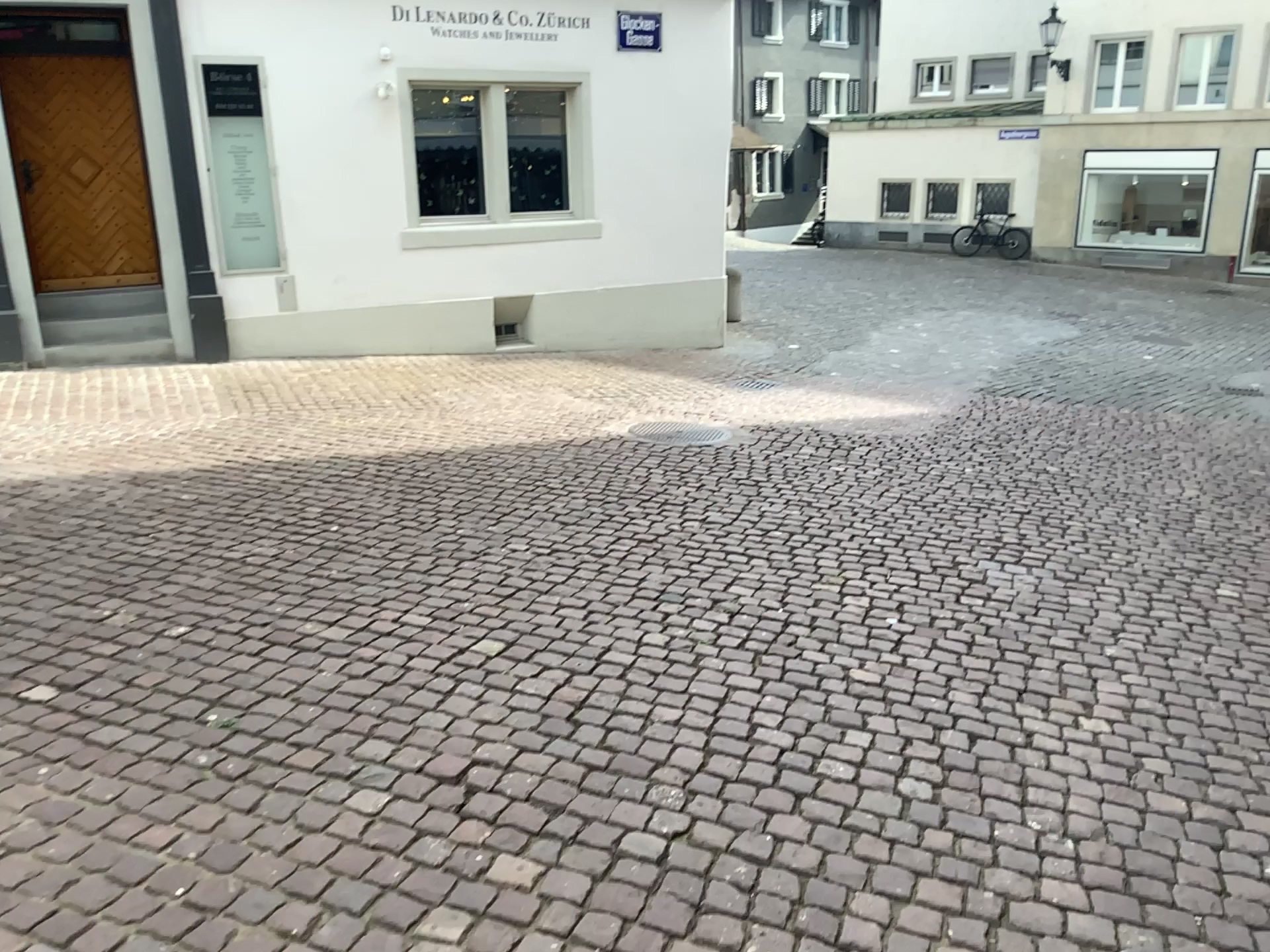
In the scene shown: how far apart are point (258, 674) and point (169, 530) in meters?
1.7
